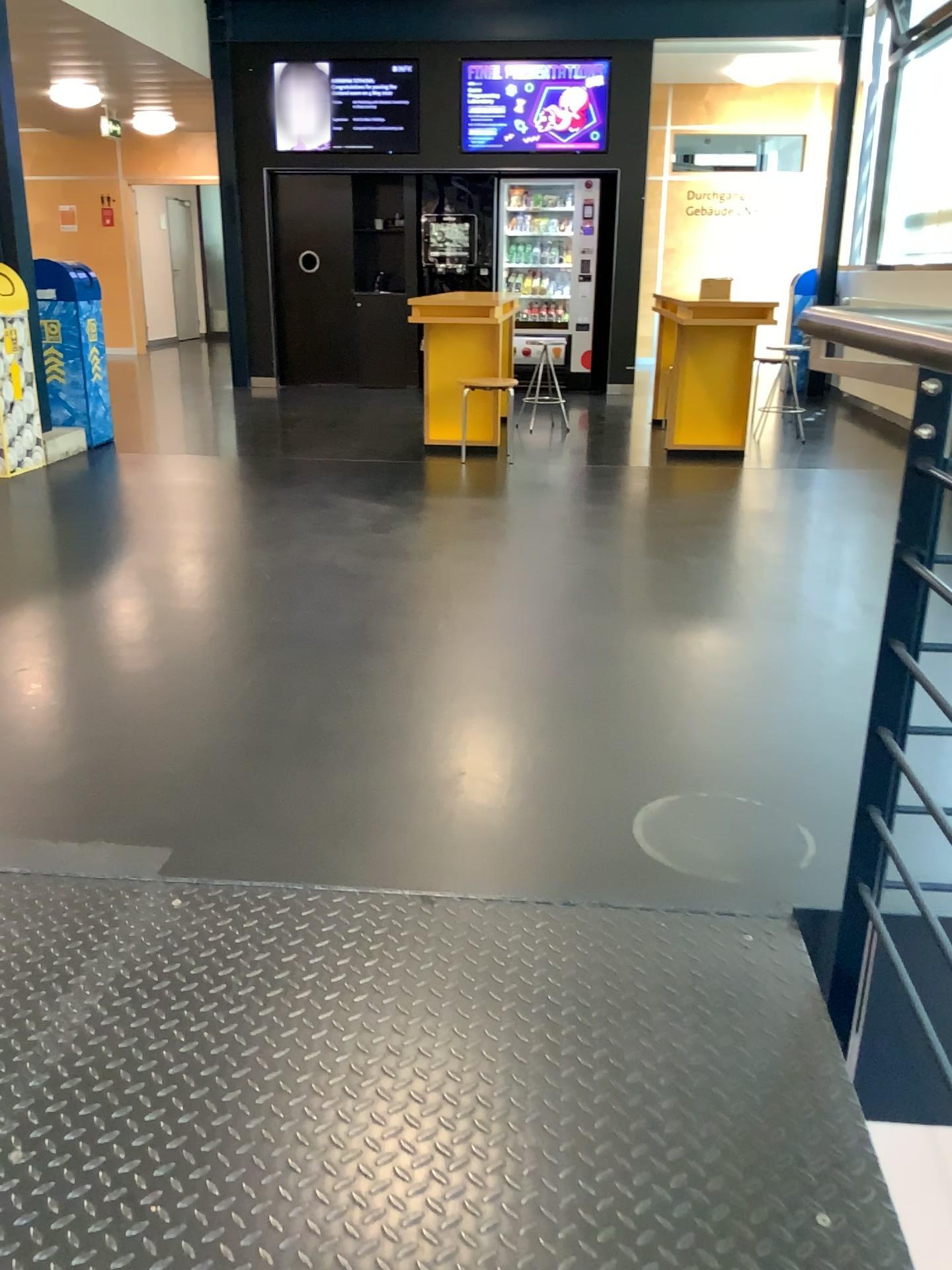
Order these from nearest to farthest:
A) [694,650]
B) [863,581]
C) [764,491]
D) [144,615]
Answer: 1. [694,650]
2. [144,615]
3. [863,581]
4. [764,491]
